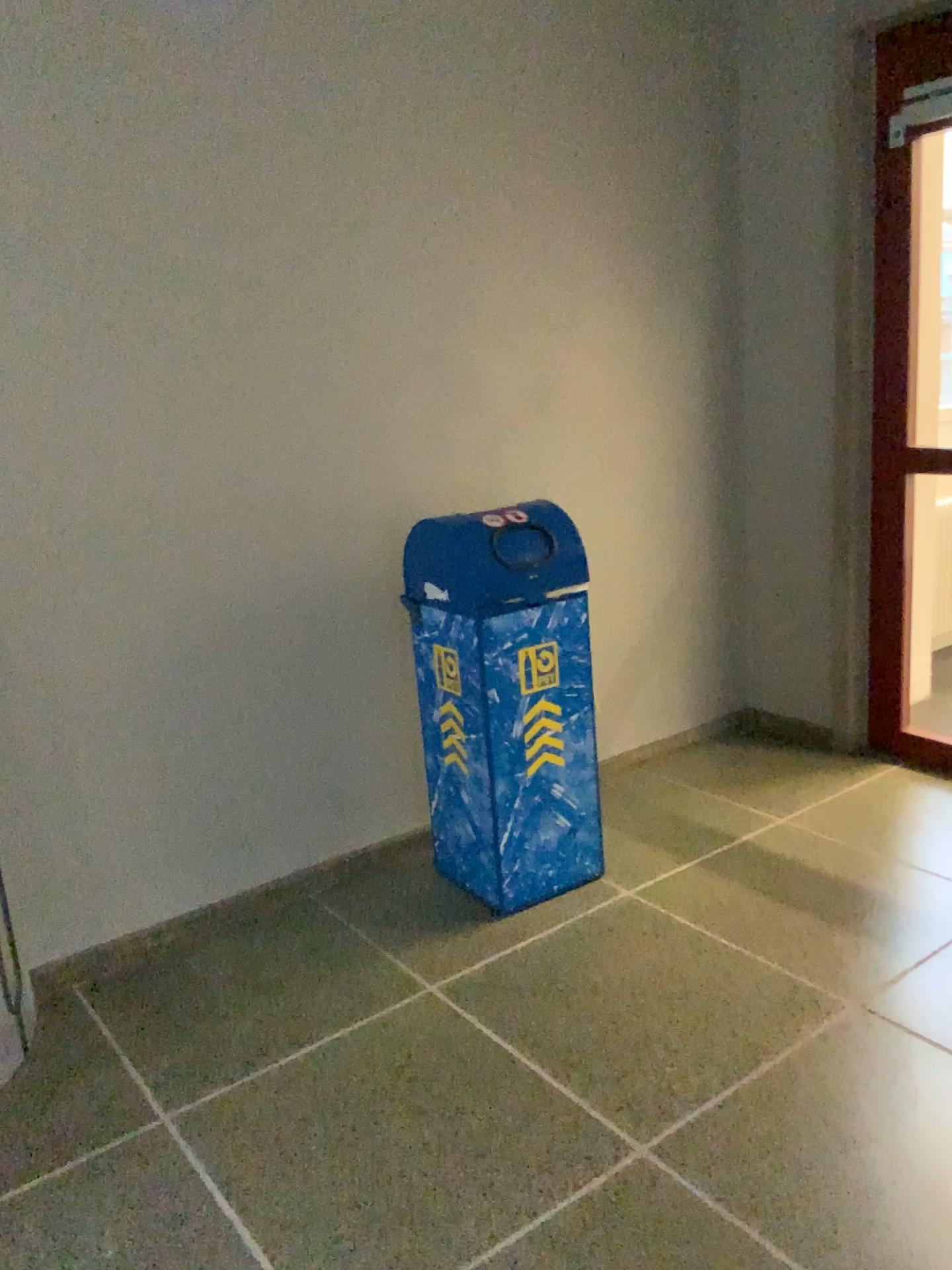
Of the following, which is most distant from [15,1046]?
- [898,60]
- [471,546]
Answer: [898,60]

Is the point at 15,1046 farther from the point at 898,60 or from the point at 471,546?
the point at 898,60

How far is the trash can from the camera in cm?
273

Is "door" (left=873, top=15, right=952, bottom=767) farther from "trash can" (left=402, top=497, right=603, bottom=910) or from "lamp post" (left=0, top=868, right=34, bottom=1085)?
"lamp post" (left=0, top=868, right=34, bottom=1085)

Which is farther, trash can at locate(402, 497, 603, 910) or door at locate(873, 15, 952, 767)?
door at locate(873, 15, 952, 767)

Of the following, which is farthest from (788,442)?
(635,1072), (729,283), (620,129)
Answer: (635,1072)

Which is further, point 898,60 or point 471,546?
A: point 898,60

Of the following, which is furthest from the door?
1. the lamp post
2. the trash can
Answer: the lamp post
